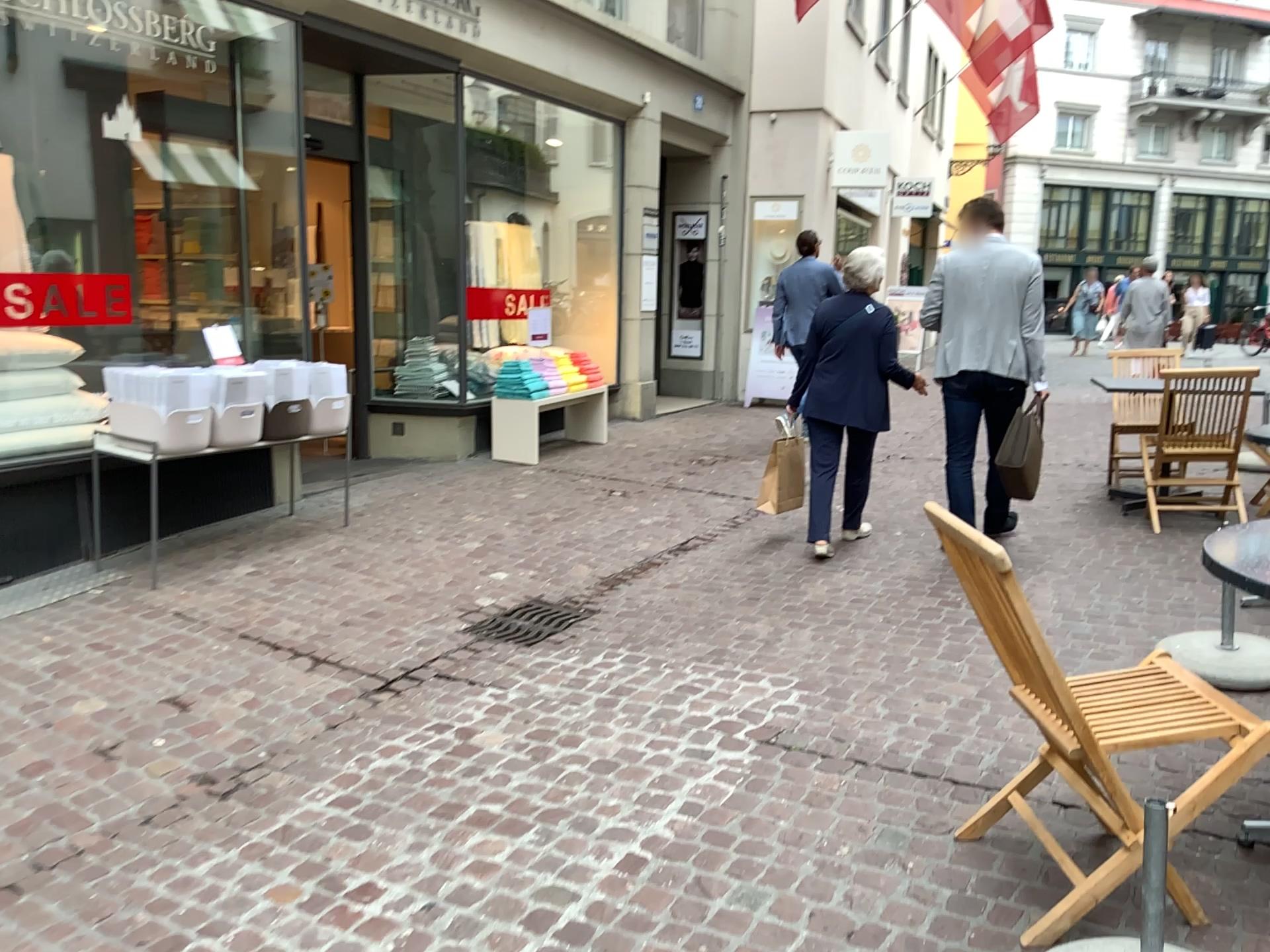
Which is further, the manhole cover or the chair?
the manhole cover

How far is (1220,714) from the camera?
2.2m

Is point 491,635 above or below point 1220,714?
below

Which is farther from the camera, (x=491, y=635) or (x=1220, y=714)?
(x=491, y=635)

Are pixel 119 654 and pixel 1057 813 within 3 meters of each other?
no

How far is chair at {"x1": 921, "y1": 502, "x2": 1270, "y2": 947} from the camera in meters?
2.2
